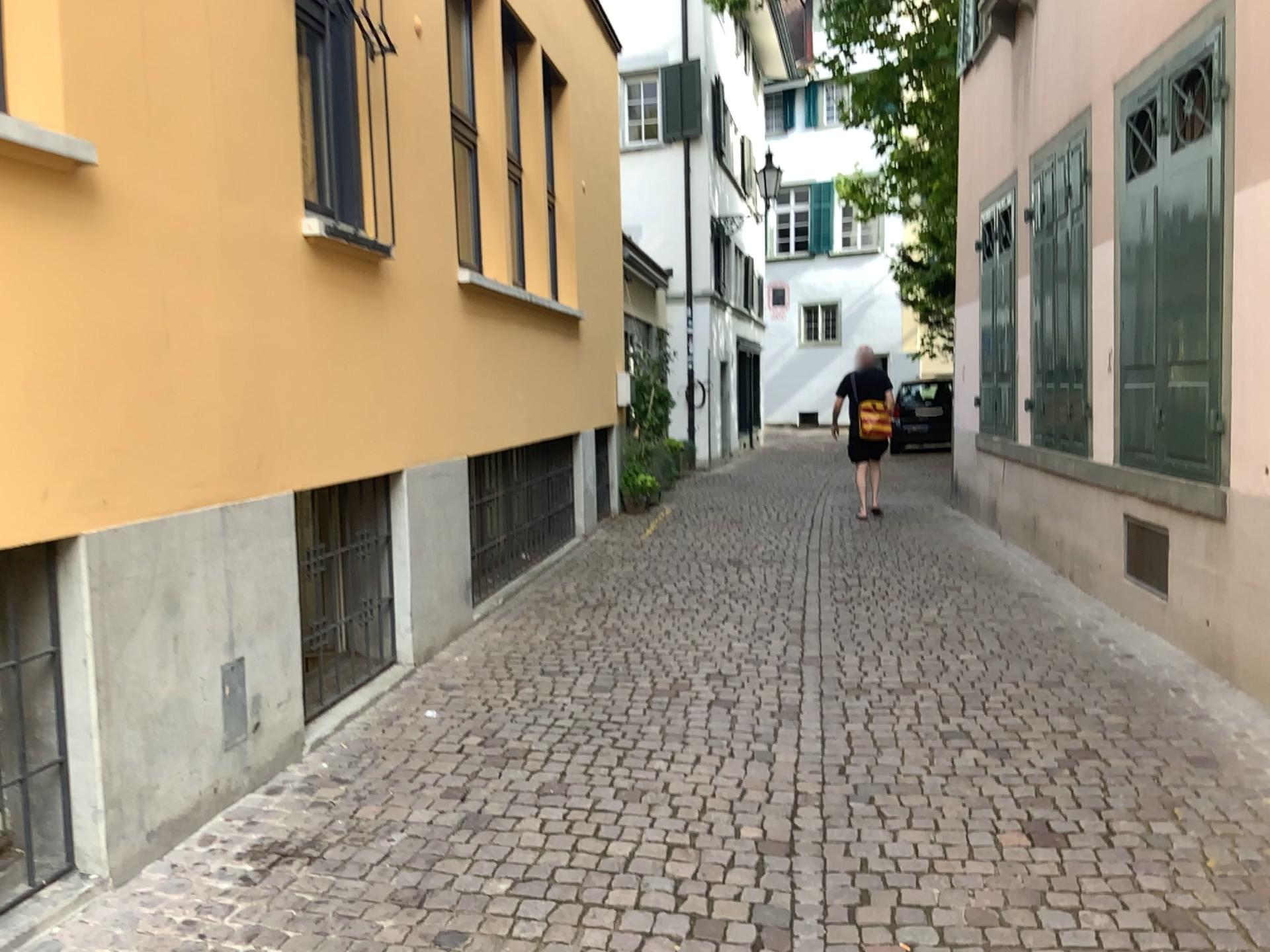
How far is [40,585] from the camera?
2.92m

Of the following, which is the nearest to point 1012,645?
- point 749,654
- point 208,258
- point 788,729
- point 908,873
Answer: point 749,654

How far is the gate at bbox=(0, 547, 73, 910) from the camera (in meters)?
2.92
